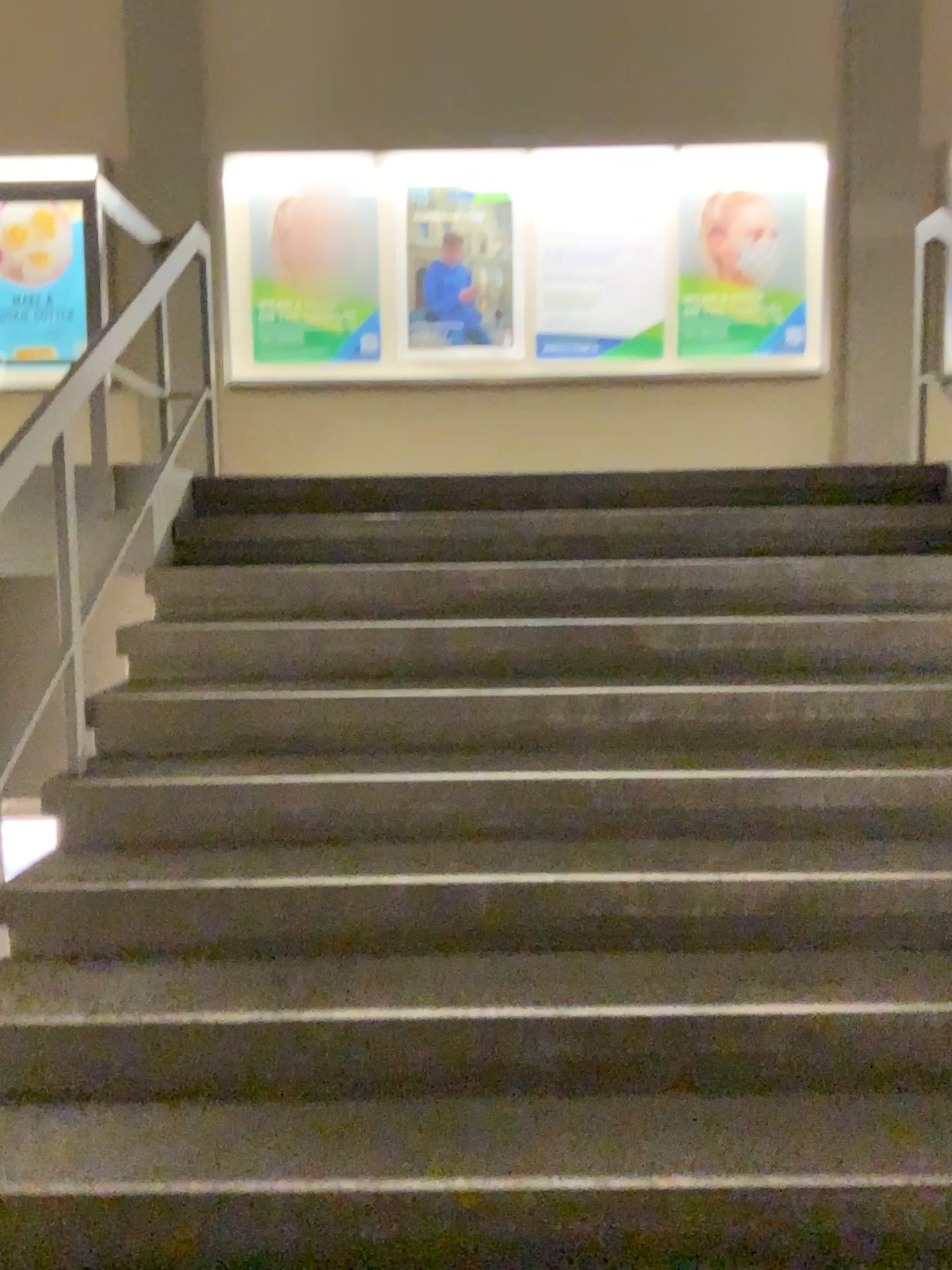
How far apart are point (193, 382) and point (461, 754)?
1.85m
